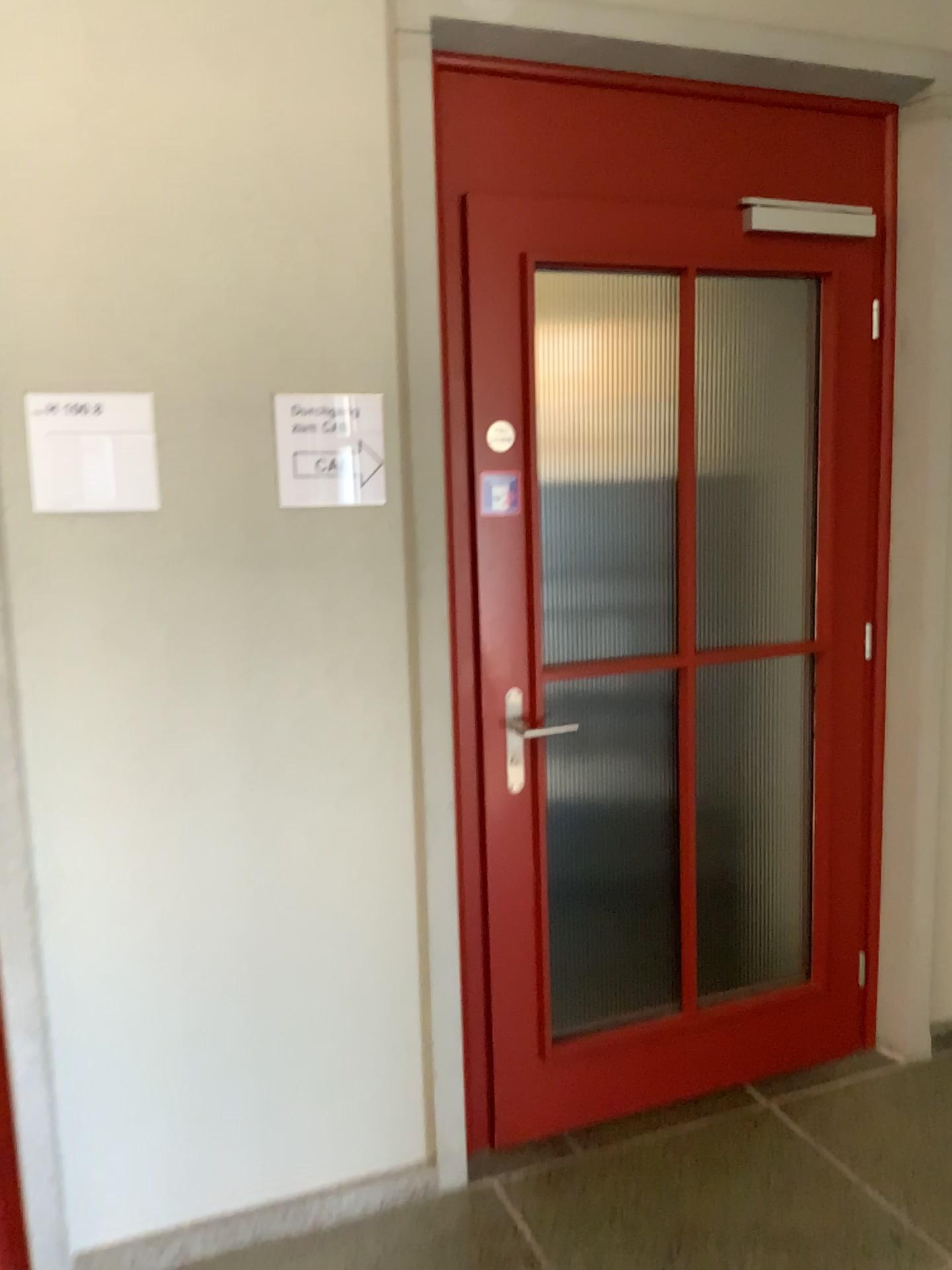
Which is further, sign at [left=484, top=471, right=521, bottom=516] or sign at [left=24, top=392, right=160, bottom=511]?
sign at [left=484, top=471, right=521, bottom=516]

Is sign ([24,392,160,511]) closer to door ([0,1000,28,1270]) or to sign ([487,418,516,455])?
sign ([487,418,516,455])

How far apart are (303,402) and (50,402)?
0.45m

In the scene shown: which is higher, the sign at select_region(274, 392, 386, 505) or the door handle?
the sign at select_region(274, 392, 386, 505)

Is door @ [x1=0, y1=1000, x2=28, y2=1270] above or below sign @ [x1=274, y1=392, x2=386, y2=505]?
below

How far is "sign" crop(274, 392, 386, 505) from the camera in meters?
2.0

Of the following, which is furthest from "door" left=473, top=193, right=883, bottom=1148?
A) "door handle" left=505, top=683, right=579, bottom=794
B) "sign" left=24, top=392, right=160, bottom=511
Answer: "sign" left=24, top=392, right=160, bottom=511

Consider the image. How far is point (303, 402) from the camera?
2.05m

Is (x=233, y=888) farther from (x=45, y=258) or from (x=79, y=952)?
(x=45, y=258)

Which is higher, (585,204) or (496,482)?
(585,204)
